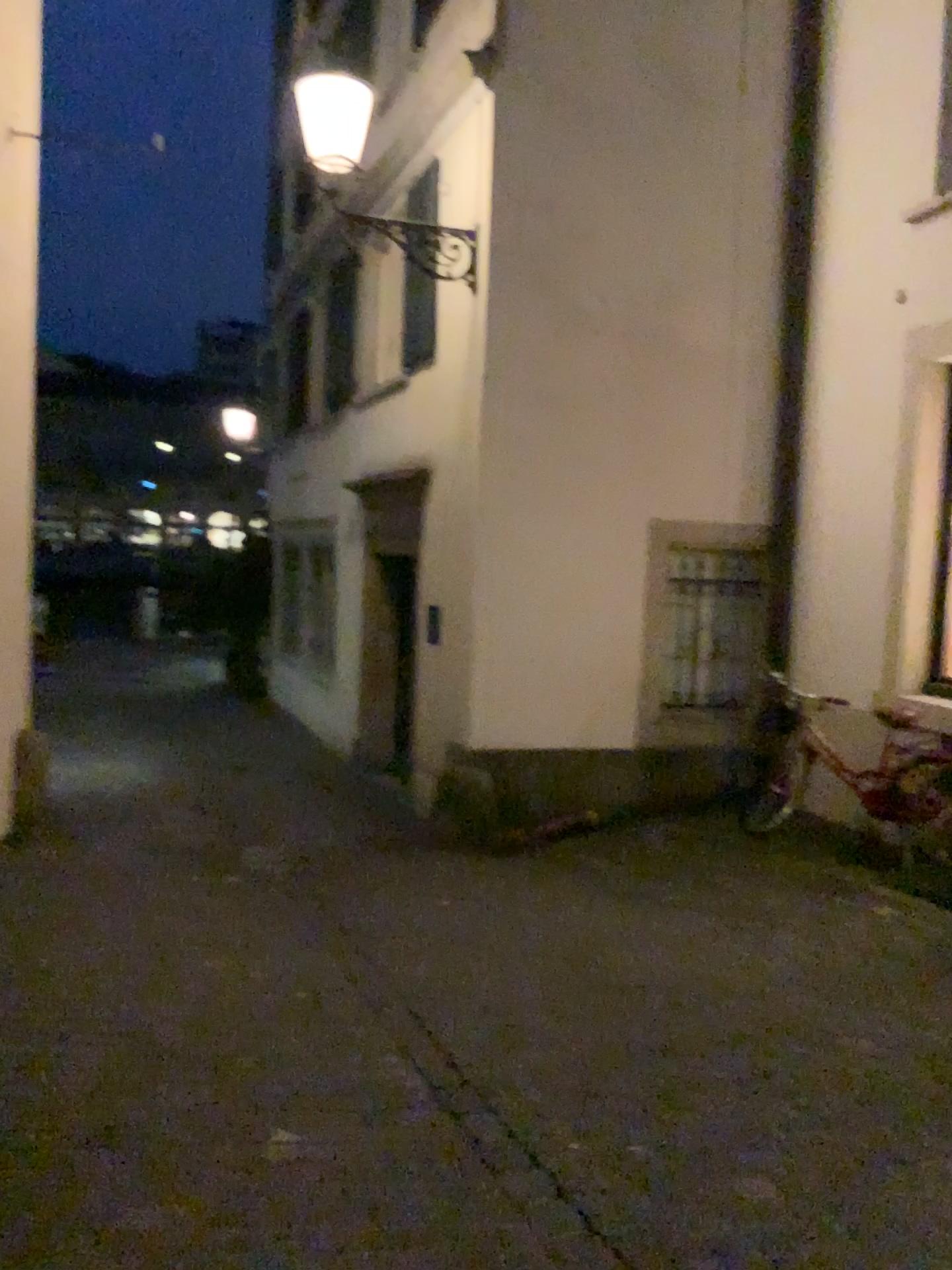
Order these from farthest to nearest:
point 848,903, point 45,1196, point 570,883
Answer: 1. point 570,883
2. point 848,903
3. point 45,1196
